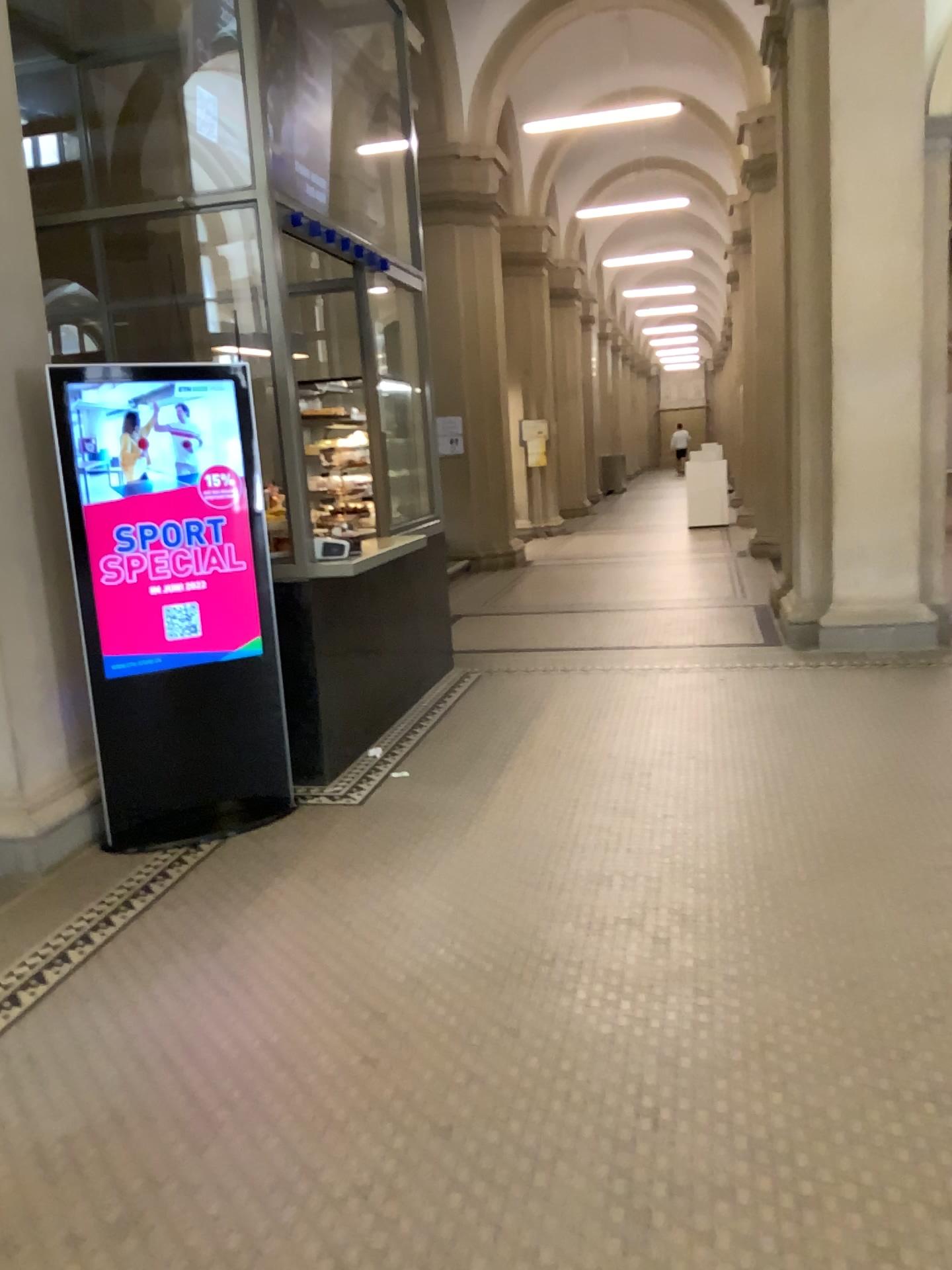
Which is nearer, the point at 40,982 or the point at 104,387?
the point at 40,982

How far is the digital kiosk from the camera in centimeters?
396cm

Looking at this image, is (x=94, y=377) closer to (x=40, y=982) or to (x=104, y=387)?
(x=104, y=387)

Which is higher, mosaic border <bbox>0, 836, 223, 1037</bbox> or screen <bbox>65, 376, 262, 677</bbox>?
screen <bbox>65, 376, 262, 677</bbox>

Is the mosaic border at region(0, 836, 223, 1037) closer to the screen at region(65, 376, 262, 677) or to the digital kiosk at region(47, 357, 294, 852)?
the digital kiosk at region(47, 357, 294, 852)

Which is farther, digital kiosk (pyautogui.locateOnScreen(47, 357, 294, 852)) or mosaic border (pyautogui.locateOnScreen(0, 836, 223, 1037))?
digital kiosk (pyautogui.locateOnScreen(47, 357, 294, 852))

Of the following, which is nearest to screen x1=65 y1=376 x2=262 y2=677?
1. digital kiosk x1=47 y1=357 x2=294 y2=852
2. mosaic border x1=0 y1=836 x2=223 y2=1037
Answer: digital kiosk x1=47 y1=357 x2=294 y2=852

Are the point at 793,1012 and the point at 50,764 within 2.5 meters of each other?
no

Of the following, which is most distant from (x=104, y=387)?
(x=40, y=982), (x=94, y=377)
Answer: (x=40, y=982)
